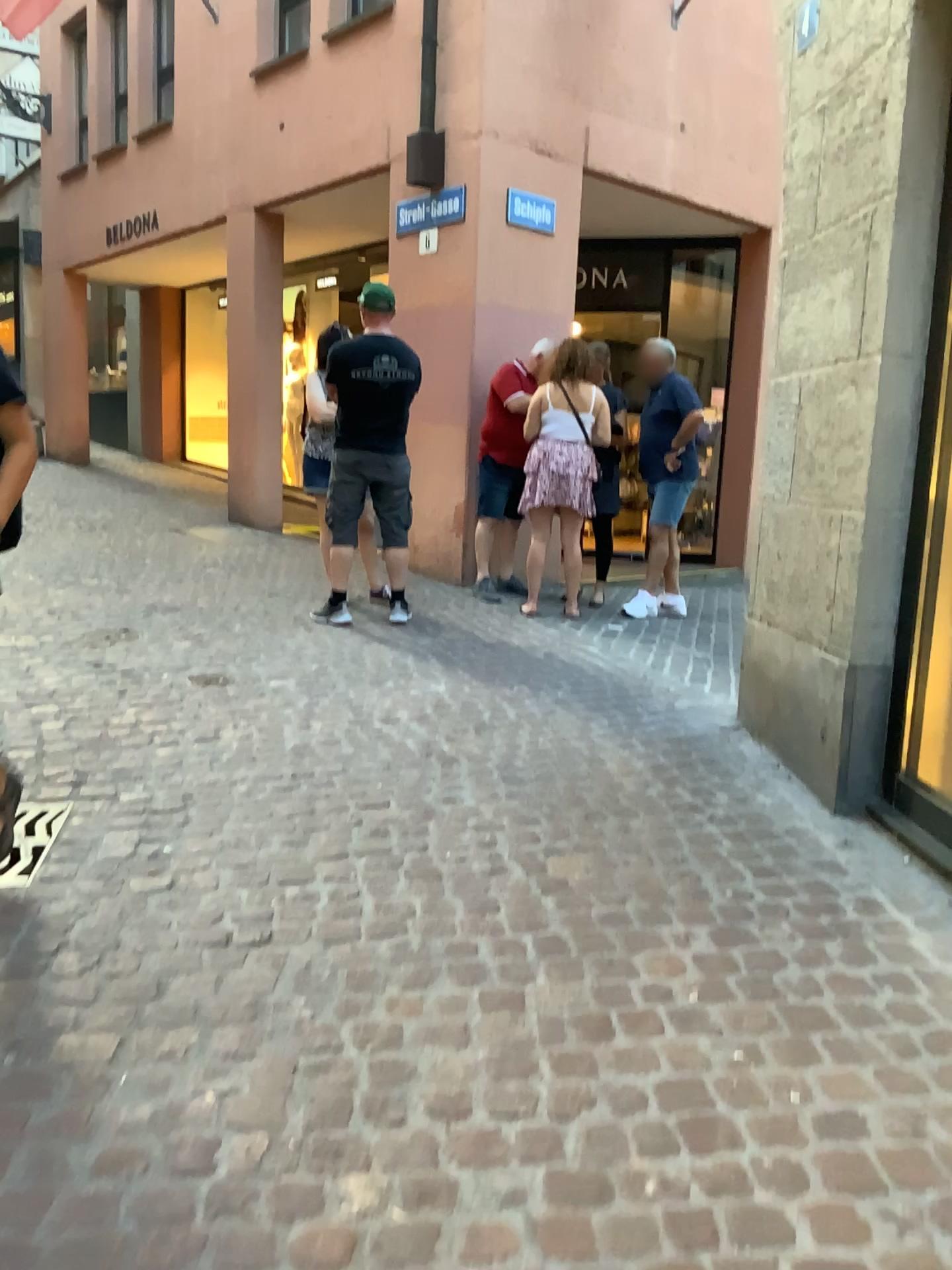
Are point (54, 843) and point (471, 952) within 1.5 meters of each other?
yes
